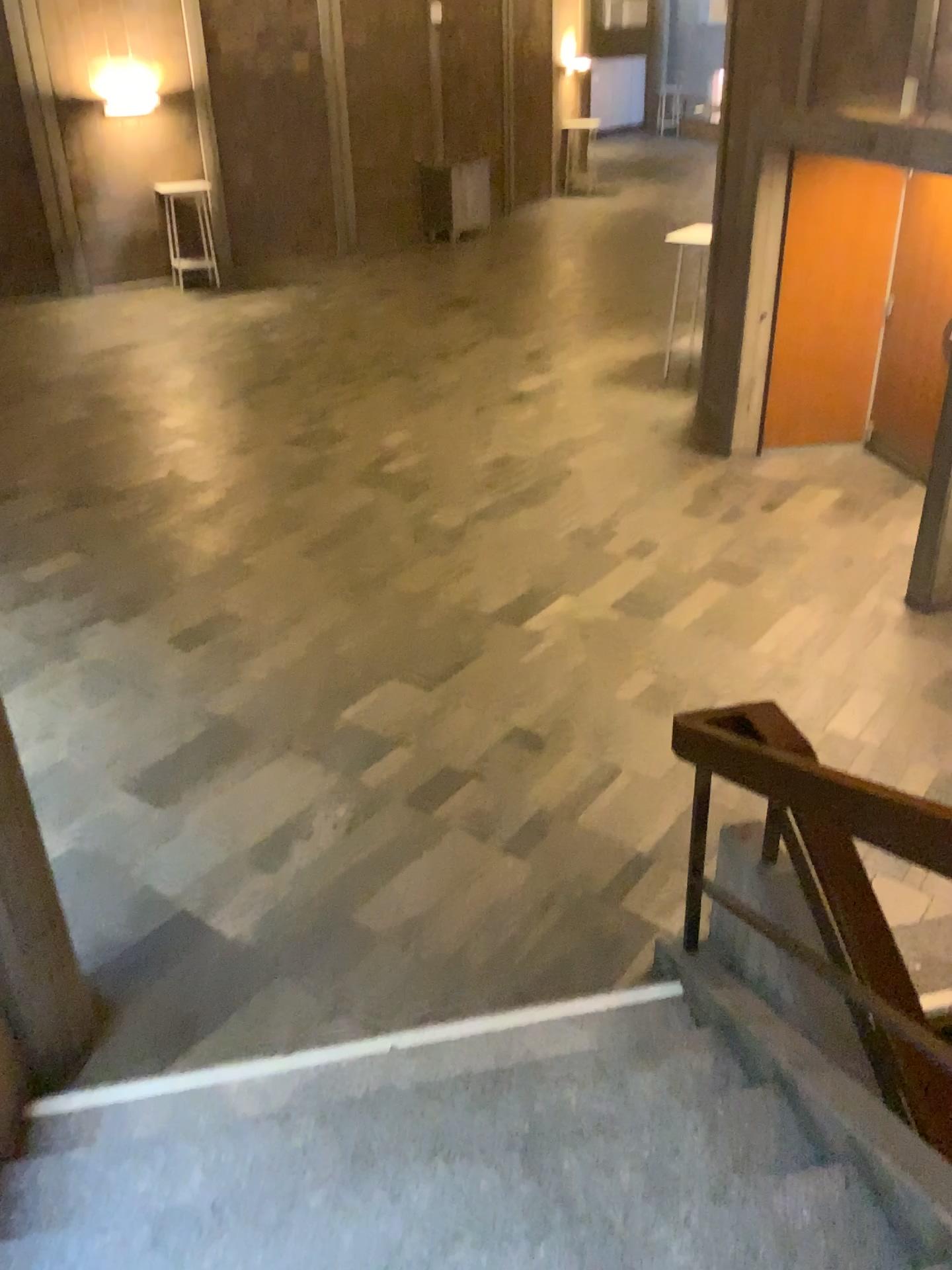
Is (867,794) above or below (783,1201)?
above

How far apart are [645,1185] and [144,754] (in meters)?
3.05
